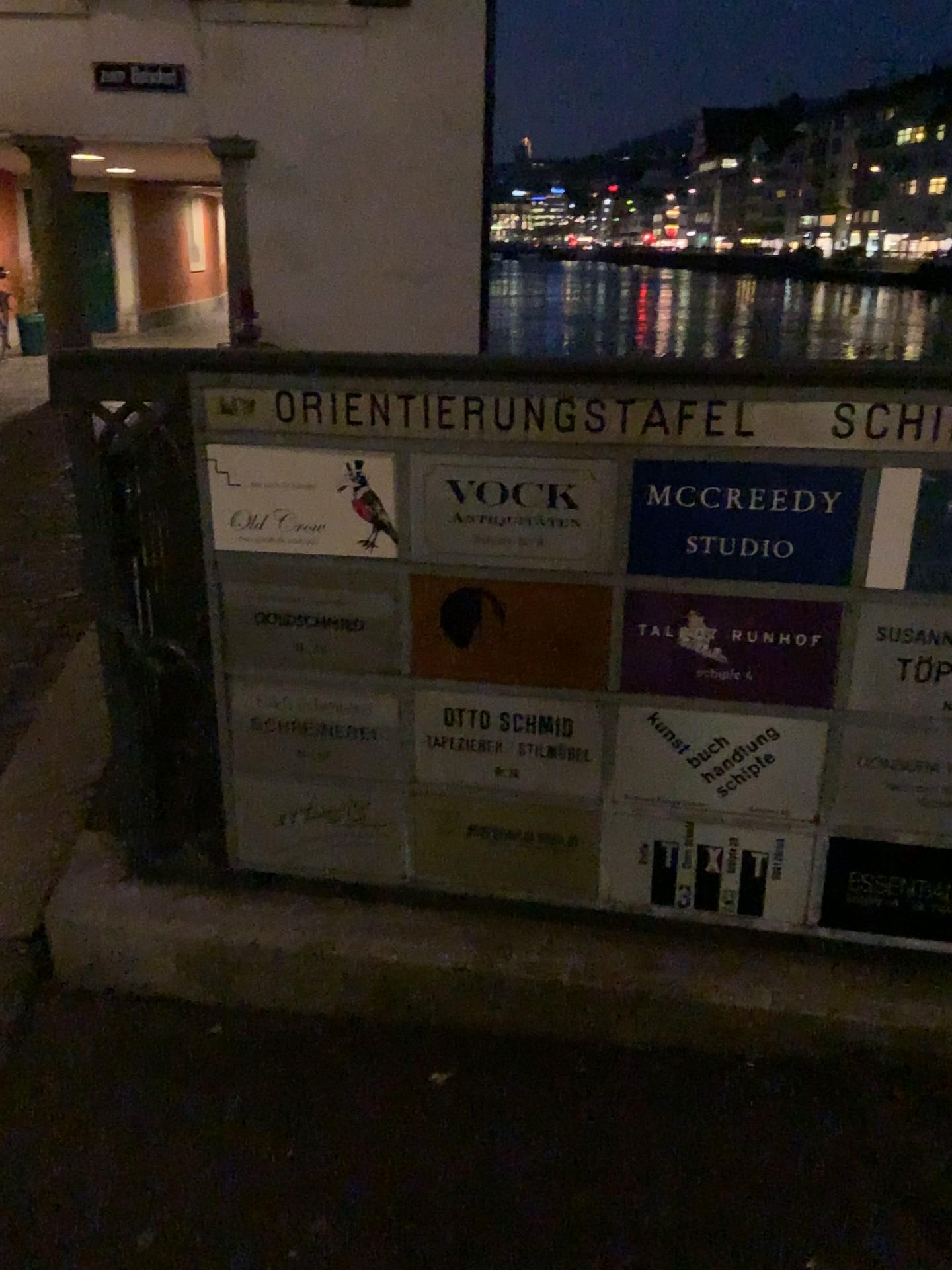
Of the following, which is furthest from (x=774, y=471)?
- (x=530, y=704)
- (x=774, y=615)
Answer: (x=530, y=704)

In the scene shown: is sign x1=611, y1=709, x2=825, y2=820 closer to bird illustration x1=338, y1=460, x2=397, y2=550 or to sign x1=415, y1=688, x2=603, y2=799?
sign x1=415, y1=688, x2=603, y2=799

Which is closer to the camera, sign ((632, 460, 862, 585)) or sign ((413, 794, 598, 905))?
sign ((632, 460, 862, 585))

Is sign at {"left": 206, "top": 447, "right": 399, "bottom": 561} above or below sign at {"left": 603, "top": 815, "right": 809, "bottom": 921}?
above

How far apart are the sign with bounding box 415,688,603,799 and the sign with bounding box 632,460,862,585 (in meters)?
0.26

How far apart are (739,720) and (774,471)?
0.4 meters

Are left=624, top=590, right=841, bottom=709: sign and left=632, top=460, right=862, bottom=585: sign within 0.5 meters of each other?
yes

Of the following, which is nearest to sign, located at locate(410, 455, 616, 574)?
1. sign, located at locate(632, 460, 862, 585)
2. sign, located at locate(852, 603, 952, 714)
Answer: sign, located at locate(632, 460, 862, 585)

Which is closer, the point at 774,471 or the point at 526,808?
the point at 774,471

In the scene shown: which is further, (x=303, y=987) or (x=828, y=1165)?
(x=303, y=987)
